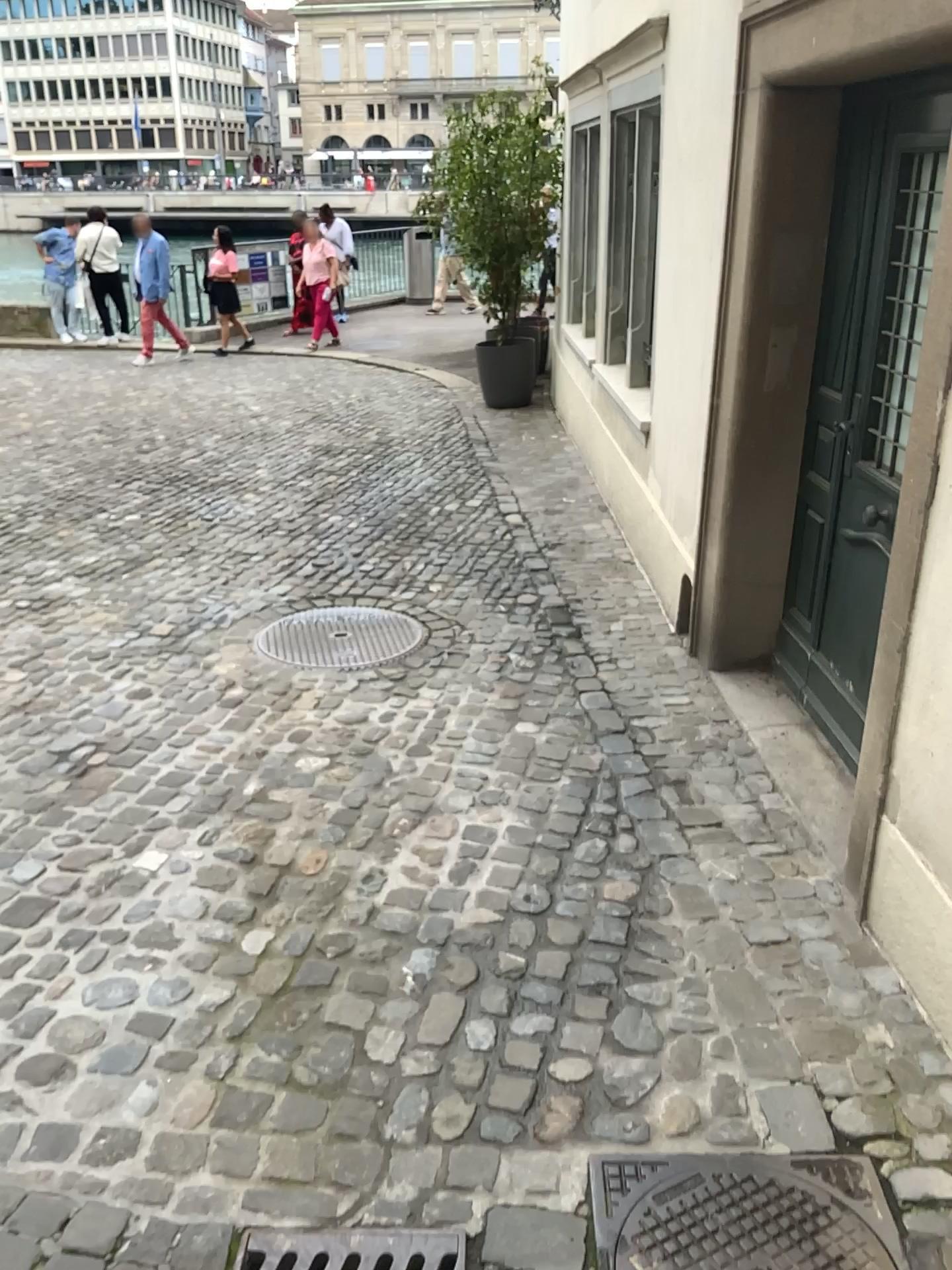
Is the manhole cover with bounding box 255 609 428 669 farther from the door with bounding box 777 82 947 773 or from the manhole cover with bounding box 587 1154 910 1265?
the manhole cover with bounding box 587 1154 910 1265

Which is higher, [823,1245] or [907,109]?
[907,109]

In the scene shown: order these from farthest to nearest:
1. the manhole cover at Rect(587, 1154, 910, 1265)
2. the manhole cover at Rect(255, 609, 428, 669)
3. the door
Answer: the manhole cover at Rect(255, 609, 428, 669), the door, the manhole cover at Rect(587, 1154, 910, 1265)

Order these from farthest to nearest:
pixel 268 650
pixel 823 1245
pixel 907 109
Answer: pixel 268 650
pixel 907 109
pixel 823 1245

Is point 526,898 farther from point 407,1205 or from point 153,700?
point 153,700

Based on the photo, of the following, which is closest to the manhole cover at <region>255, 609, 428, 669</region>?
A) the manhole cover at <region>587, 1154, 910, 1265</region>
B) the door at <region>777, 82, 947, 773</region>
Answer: the door at <region>777, 82, 947, 773</region>

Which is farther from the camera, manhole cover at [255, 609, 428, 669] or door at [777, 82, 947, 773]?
manhole cover at [255, 609, 428, 669]

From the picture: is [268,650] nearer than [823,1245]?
No

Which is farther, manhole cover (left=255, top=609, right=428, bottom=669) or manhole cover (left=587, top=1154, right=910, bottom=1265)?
manhole cover (left=255, top=609, right=428, bottom=669)

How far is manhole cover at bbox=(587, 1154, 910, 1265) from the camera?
1.8m
